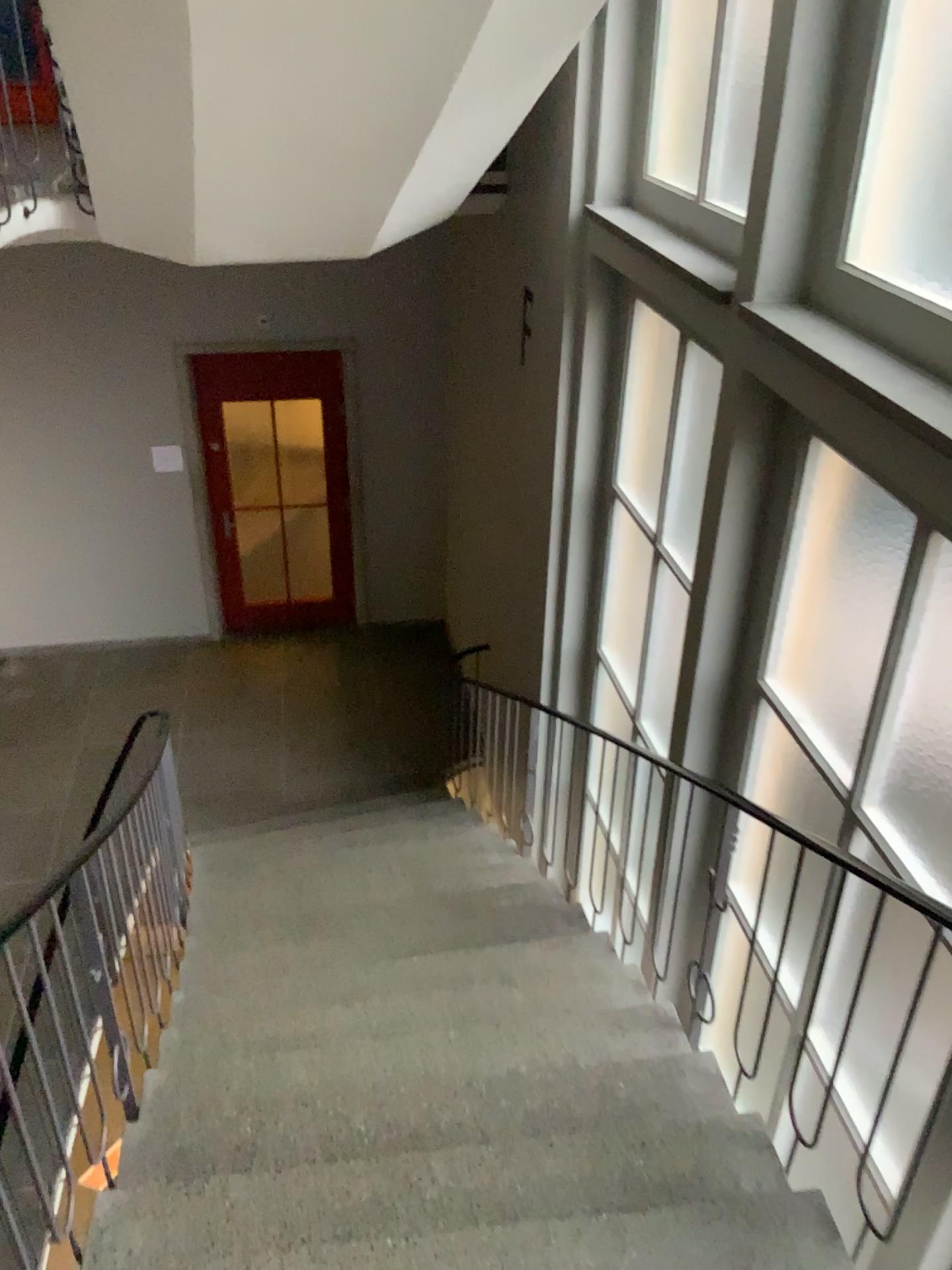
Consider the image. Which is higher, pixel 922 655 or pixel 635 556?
pixel 922 655

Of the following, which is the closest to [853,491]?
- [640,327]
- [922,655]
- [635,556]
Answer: [922,655]

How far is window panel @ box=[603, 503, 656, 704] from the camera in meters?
4.5 m

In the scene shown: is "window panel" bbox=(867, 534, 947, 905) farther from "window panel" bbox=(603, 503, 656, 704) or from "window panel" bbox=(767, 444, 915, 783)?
"window panel" bbox=(603, 503, 656, 704)

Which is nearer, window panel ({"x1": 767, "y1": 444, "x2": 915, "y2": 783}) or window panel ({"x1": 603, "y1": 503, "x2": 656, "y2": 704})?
window panel ({"x1": 767, "y1": 444, "x2": 915, "y2": 783})

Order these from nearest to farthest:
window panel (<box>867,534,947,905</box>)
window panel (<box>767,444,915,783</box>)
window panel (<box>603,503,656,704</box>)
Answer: window panel (<box>867,534,947,905</box>)
window panel (<box>767,444,915,783</box>)
window panel (<box>603,503,656,704</box>)

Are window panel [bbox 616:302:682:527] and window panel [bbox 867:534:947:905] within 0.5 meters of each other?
no

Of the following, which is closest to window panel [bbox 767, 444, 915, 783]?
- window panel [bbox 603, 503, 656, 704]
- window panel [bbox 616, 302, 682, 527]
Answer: window panel [bbox 603, 503, 656, 704]

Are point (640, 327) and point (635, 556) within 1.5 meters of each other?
yes

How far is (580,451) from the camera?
4.8m
